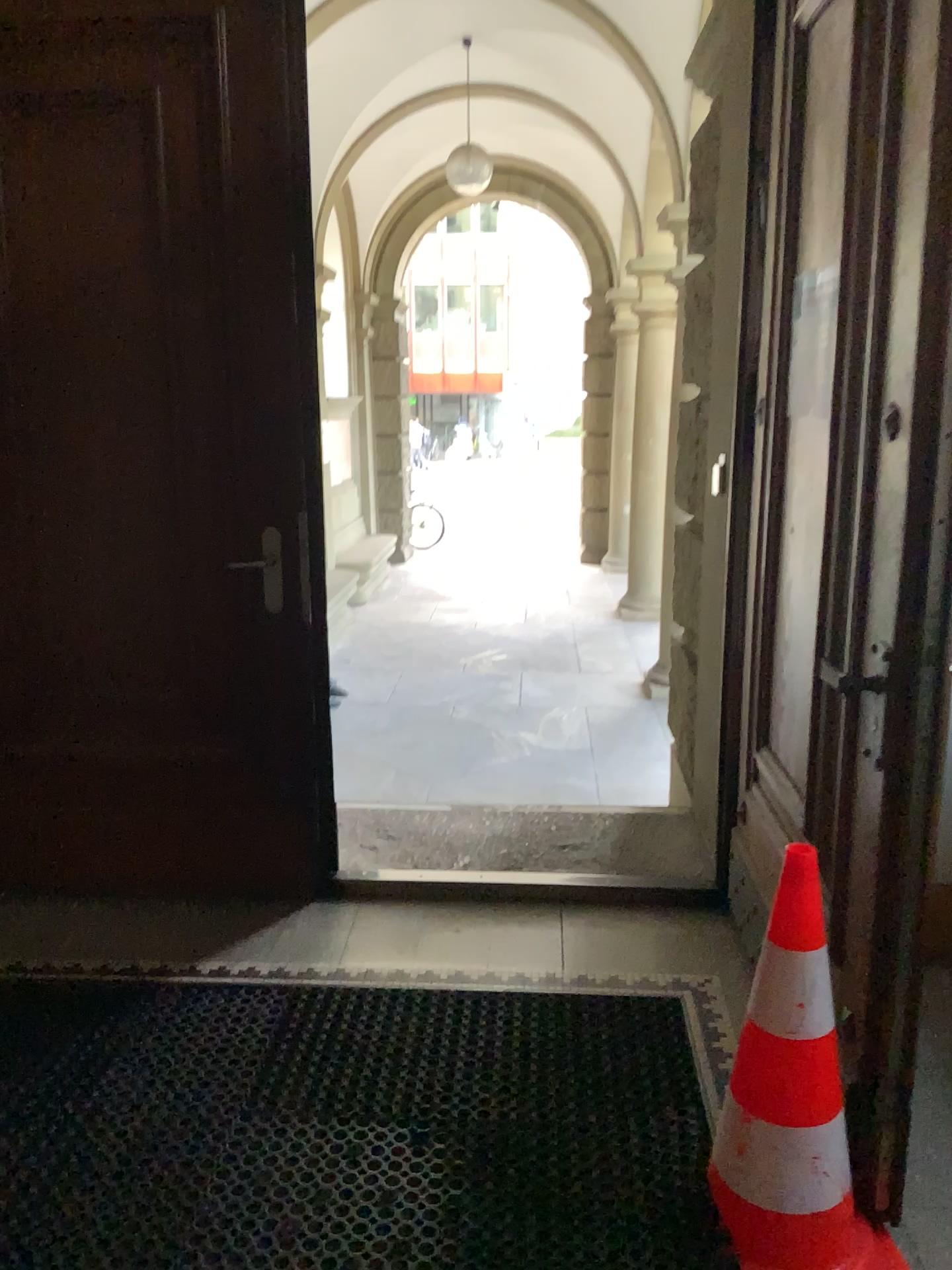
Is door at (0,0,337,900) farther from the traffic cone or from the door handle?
the traffic cone

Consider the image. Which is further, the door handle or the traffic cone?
the door handle

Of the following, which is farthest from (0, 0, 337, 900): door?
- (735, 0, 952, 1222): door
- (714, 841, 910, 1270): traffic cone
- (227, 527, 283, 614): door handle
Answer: (714, 841, 910, 1270): traffic cone

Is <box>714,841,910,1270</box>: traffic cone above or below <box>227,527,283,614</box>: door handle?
below

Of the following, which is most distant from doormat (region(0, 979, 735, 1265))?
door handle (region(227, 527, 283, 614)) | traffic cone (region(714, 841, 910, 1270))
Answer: door handle (region(227, 527, 283, 614))

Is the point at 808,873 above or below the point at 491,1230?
above

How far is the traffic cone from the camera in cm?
175

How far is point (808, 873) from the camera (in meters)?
1.75

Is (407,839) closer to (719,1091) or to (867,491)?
(719,1091)

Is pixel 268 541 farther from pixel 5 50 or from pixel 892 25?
pixel 892 25
